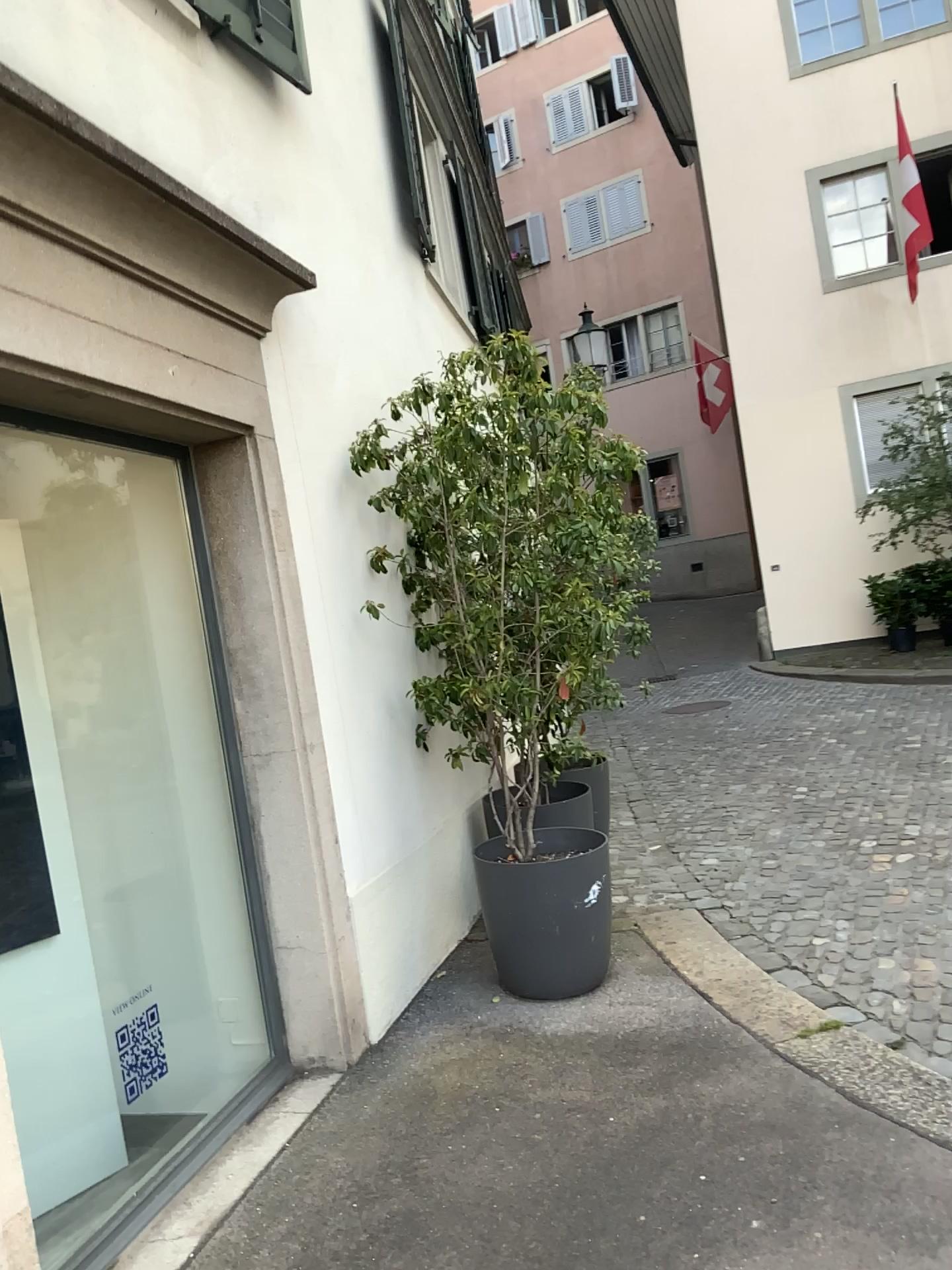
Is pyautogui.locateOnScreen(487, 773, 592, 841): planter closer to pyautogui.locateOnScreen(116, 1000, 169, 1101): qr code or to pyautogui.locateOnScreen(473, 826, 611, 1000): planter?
pyautogui.locateOnScreen(473, 826, 611, 1000): planter

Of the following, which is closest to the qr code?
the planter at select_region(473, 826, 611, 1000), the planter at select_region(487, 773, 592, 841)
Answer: Result: the planter at select_region(473, 826, 611, 1000)

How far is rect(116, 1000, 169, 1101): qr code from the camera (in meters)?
3.81

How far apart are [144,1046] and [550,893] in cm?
157

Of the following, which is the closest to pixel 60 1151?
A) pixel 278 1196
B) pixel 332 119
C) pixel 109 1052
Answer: pixel 109 1052

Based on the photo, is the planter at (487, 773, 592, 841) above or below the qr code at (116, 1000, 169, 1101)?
above

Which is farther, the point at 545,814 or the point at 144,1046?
the point at 545,814

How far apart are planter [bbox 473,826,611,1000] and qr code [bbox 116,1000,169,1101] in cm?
127

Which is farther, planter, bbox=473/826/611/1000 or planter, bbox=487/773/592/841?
planter, bbox=487/773/592/841

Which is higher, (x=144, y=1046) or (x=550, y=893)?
(x=550, y=893)
